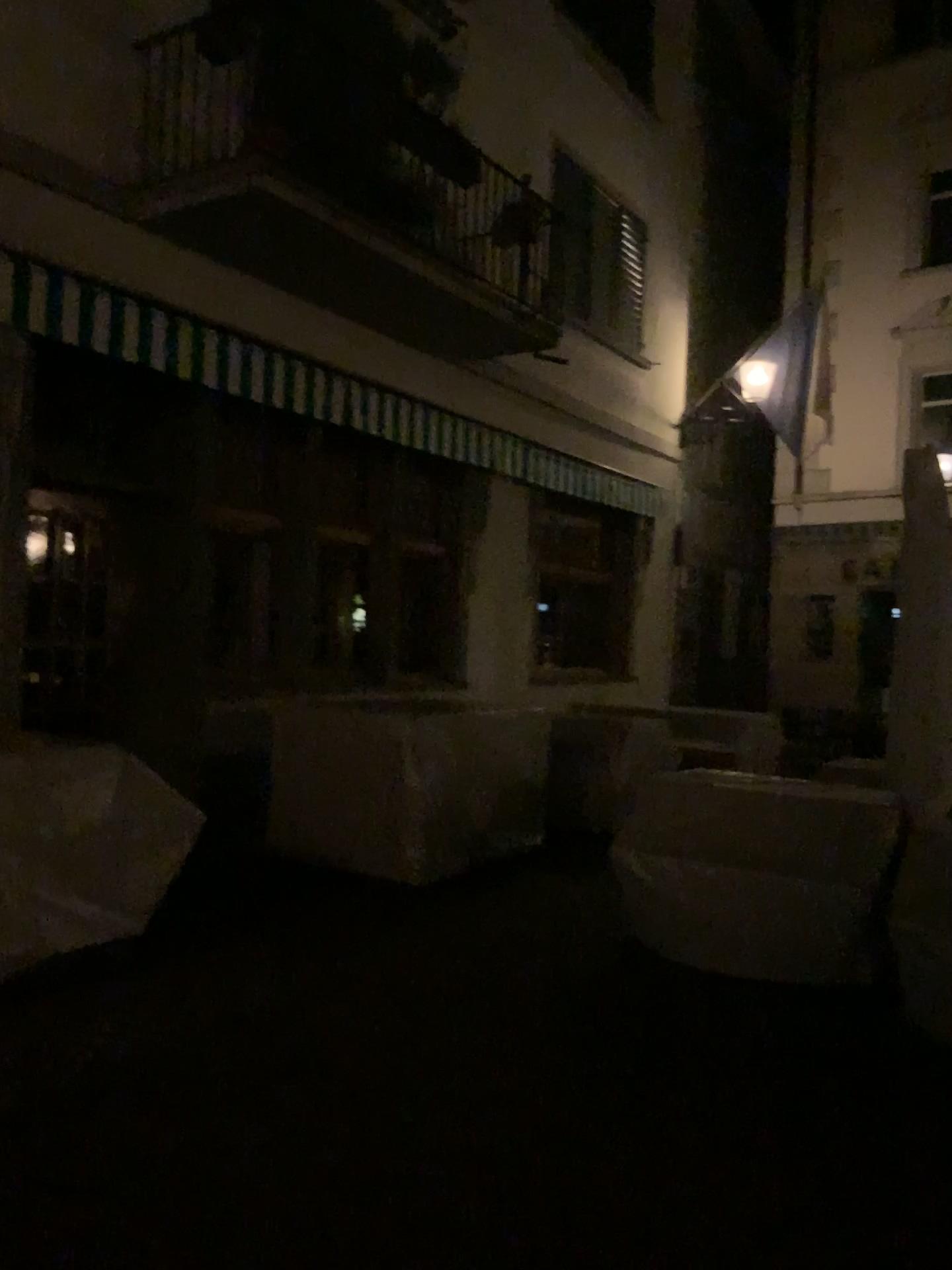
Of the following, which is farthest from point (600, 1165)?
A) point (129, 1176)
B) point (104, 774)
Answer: point (104, 774)
